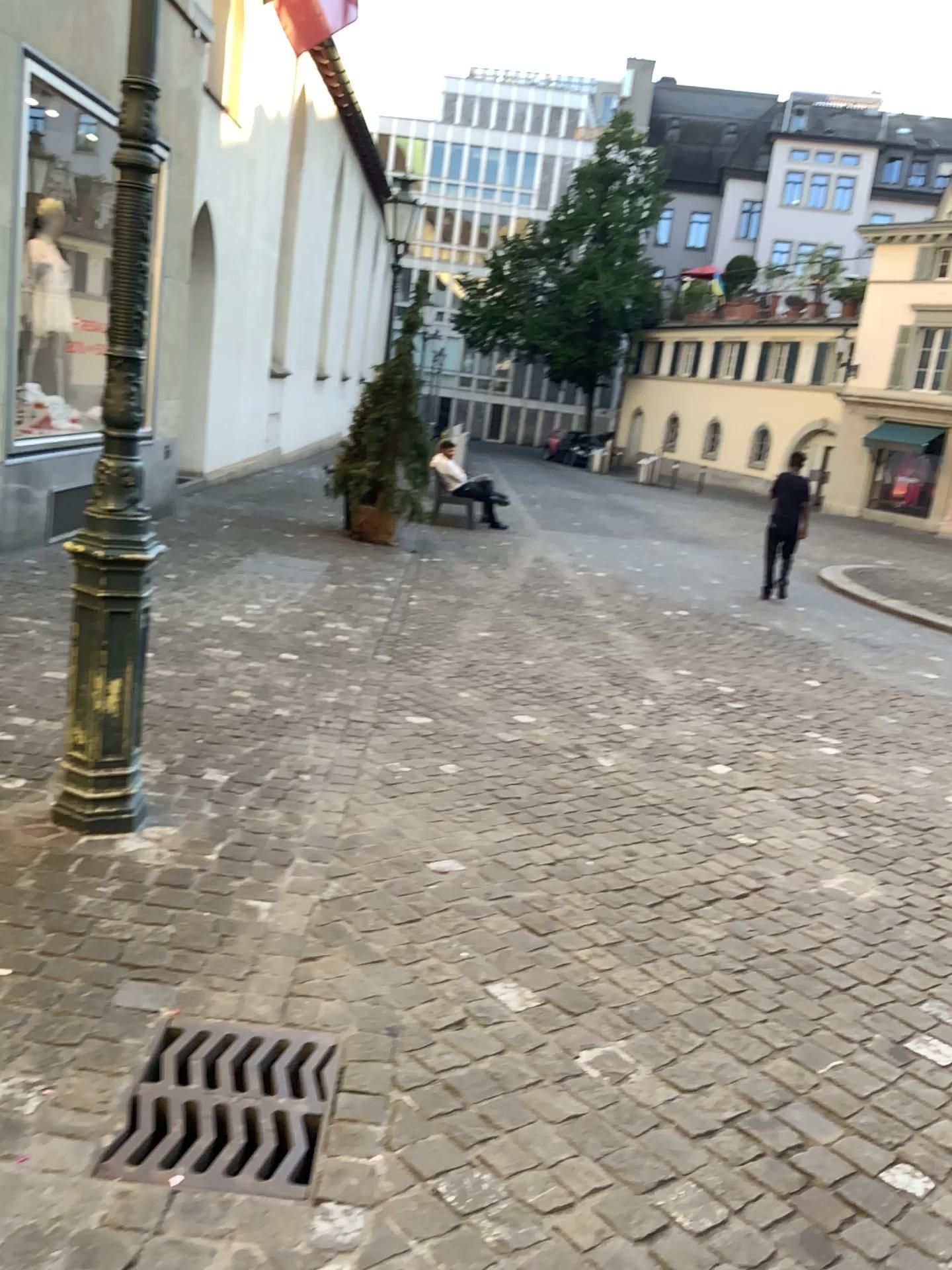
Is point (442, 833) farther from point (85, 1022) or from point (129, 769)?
point (85, 1022)

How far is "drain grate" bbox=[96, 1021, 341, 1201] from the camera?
1.9m

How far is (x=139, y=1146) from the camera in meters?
1.9 m
